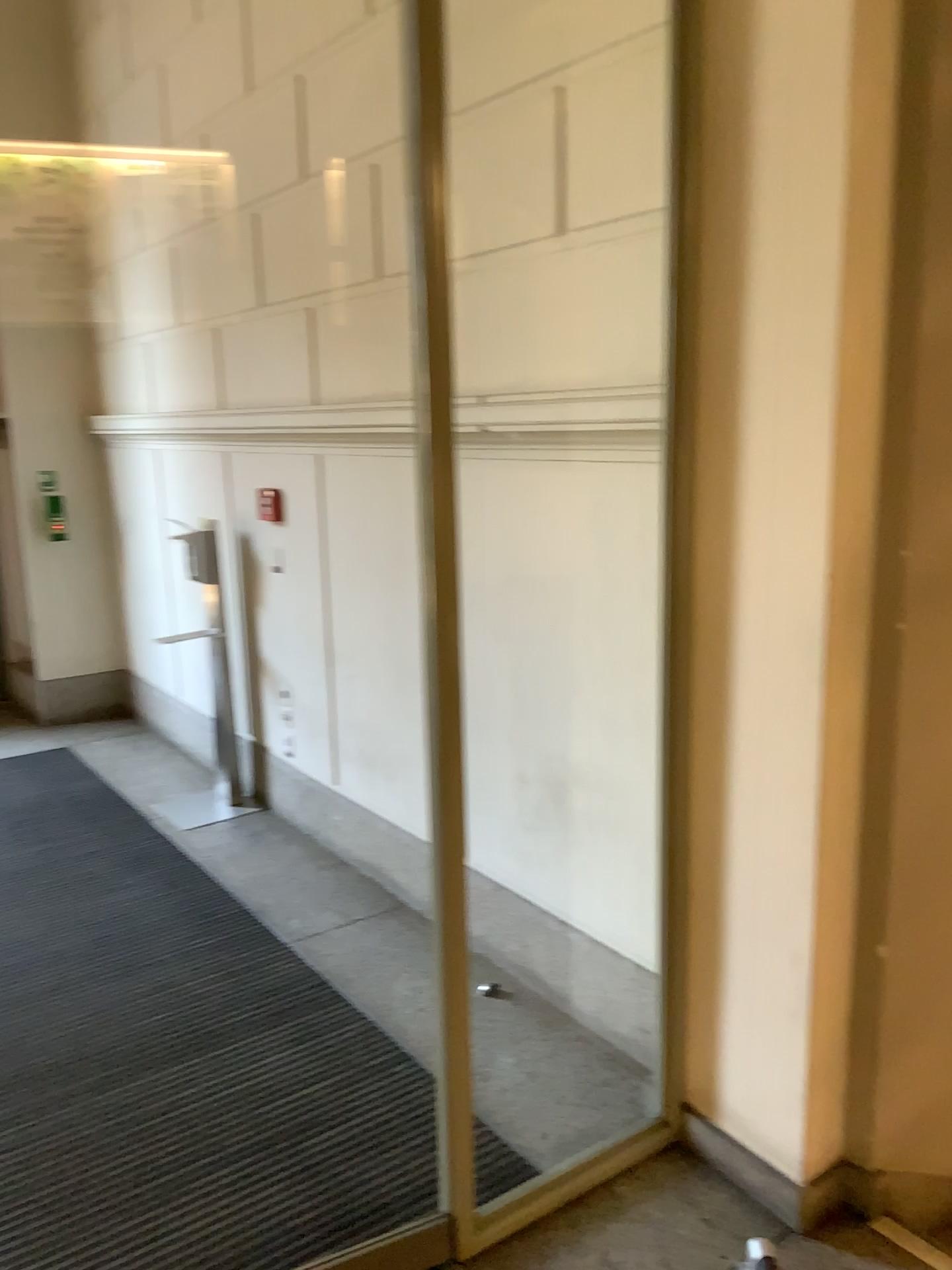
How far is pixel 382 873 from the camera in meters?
4.0 m

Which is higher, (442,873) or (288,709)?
(442,873)

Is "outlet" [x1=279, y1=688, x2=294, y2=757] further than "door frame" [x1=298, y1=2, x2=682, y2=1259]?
Yes

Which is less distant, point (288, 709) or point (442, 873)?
point (442, 873)
